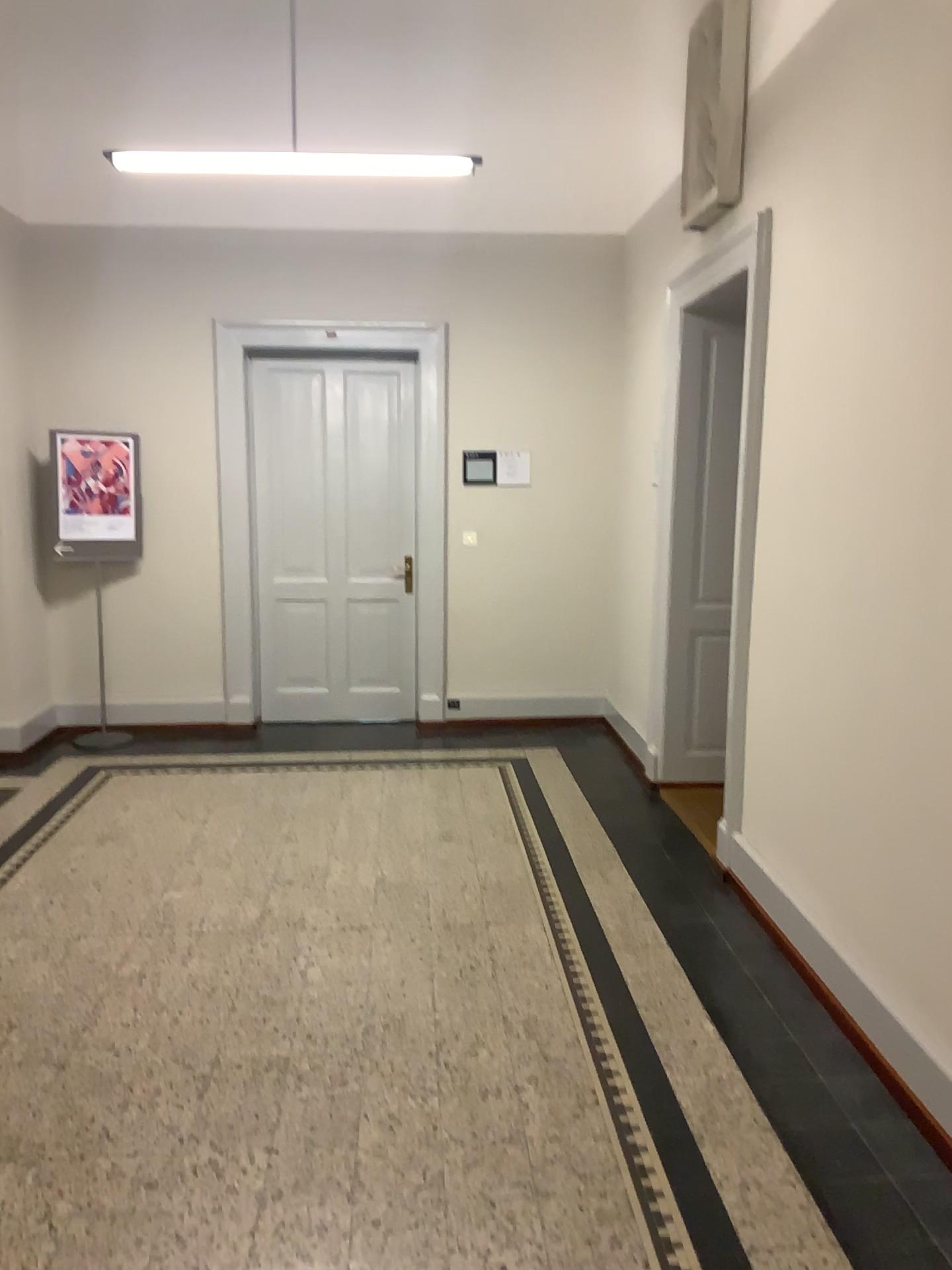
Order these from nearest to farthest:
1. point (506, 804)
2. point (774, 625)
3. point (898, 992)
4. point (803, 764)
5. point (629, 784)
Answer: point (898, 992), point (803, 764), point (774, 625), point (506, 804), point (629, 784)
